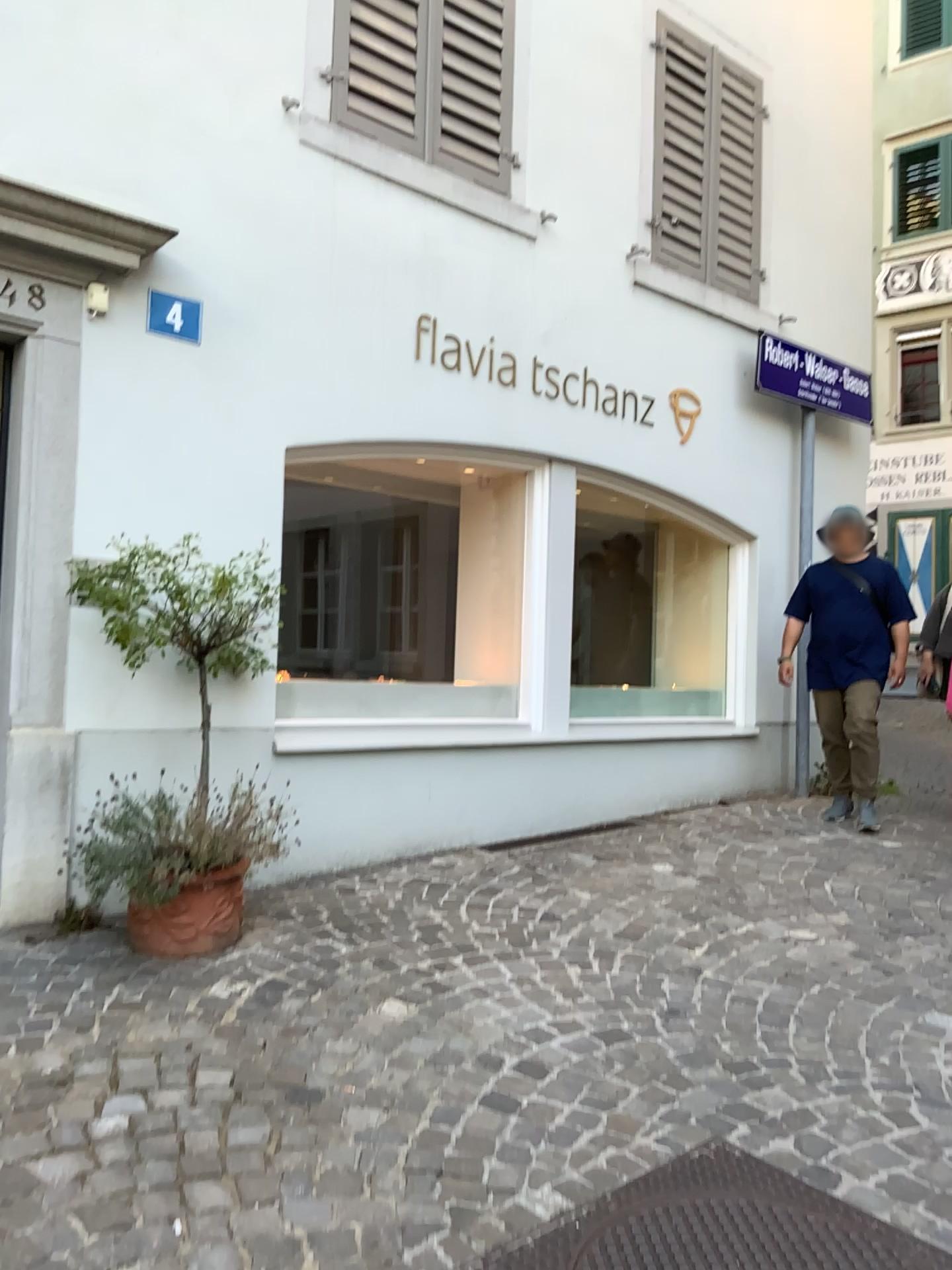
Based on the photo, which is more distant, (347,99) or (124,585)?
(347,99)

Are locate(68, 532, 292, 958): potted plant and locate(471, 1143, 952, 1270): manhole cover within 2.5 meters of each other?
yes

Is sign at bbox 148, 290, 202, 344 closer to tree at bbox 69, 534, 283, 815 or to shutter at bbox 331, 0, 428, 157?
tree at bbox 69, 534, 283, 815

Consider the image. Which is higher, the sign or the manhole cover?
the sign

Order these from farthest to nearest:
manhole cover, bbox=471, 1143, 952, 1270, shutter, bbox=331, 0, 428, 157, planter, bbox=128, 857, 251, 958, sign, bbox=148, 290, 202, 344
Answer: shutter, bbox=331, 0, 428, 157 < sign, bbox=148, 290, 202, 344 < planter, bbox=128, 857, 251, 958 < manhole cover, bbox=471, 1143, 952, 1270

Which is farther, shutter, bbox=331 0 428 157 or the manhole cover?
shutter, bbox=331 0 428 157

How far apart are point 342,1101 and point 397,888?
1.7 meters

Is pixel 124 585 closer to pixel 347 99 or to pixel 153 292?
pixel 153 292

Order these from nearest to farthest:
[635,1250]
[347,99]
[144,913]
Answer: [635,1250] < [144,913] < [347,99]

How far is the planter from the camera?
3.2 meters
